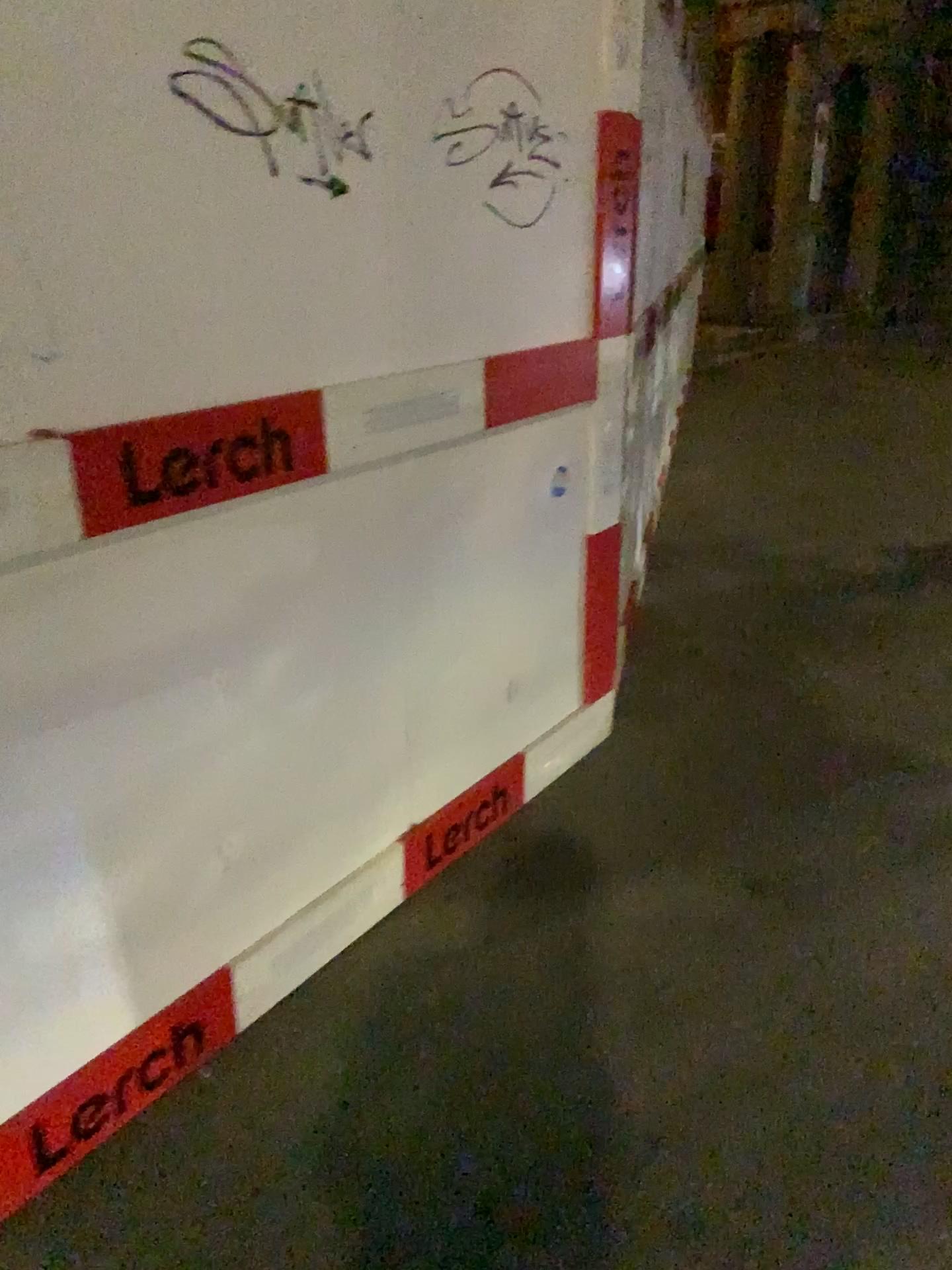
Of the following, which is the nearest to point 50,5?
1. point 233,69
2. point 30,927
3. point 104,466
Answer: point 233,69

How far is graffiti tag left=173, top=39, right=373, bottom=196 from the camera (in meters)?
1.29

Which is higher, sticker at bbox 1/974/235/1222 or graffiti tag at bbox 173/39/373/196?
graffiti tag at bbox 173/39/373/196

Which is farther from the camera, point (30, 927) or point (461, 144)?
point (461, 144)

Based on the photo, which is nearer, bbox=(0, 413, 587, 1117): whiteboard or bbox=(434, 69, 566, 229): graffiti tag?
bbox=(0, 413, 587, 1117): whiteboard

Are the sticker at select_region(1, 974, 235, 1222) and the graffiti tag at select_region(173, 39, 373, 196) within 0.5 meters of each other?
no

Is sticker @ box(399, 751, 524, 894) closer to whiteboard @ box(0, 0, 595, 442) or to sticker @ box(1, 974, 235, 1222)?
sticker @ box(1, 974, 235, 1222)

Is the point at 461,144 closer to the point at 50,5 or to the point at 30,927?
the point at 50,5

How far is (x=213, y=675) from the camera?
1.32m

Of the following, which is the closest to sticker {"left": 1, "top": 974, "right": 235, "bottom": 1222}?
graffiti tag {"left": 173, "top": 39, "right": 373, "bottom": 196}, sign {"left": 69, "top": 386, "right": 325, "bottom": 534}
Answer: sign {"left": 69, "top": 386, "right": 325, "bottom": 534}
